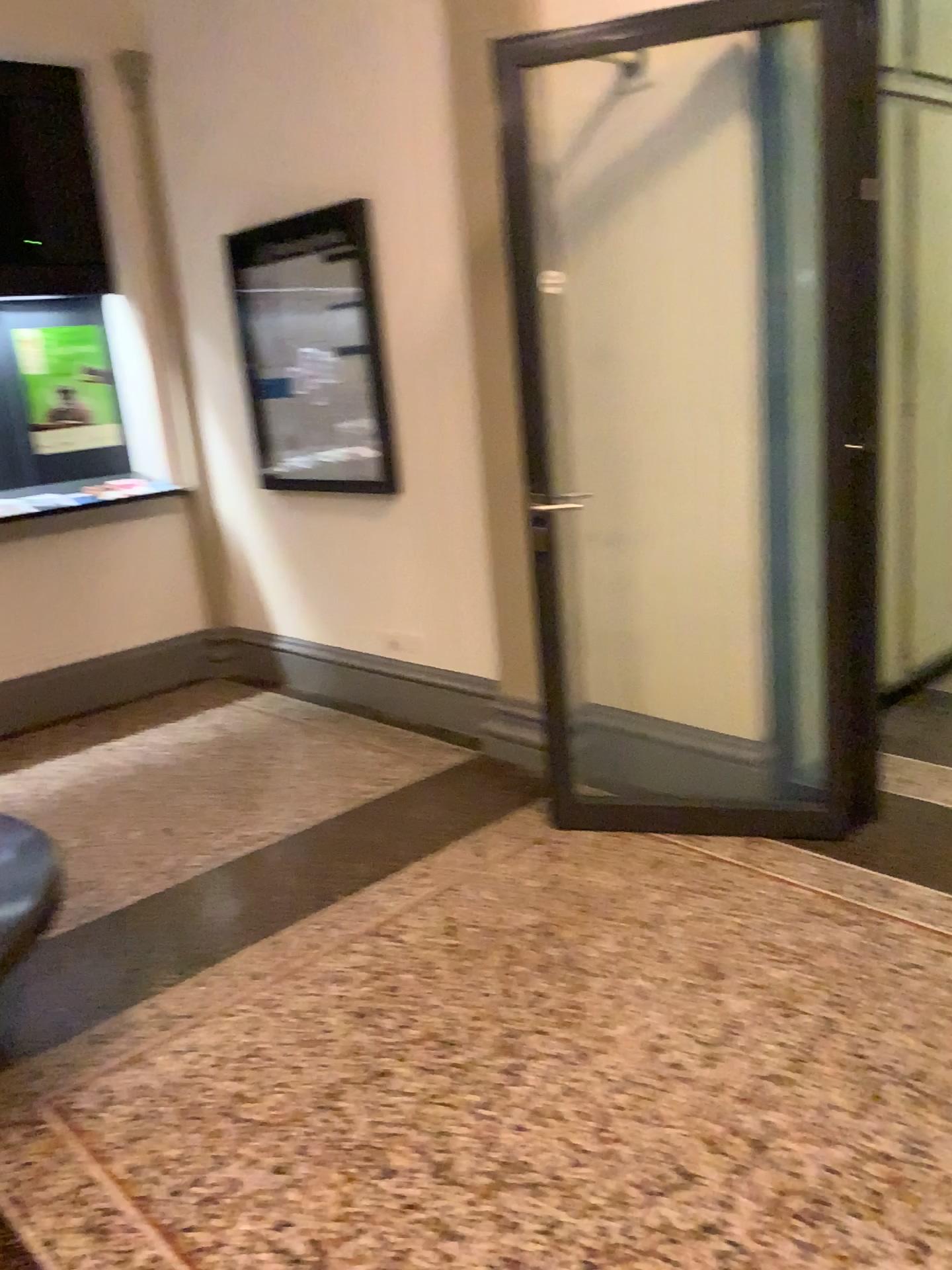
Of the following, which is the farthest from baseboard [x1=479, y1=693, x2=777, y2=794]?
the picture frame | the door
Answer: the picture frame

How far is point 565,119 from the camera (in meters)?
3.26

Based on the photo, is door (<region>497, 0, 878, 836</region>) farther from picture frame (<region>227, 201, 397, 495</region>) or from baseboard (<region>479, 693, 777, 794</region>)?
picture frame (<region>227, 201, 397, 495</region>)

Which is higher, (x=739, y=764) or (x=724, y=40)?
(x=724, y=40)

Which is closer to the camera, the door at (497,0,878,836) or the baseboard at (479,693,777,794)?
the door at (497,0,878,836)

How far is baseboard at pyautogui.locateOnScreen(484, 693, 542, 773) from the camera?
3.83m

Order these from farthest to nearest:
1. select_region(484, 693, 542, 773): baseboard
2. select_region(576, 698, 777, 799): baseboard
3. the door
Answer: select_region(484, 693, 542, 773): baseboard, select_region(576, 698, 777, 799): baseboard, the door

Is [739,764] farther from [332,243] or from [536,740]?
[332,243]

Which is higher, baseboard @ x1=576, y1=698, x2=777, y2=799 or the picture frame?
the picture frame

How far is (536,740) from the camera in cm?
383
